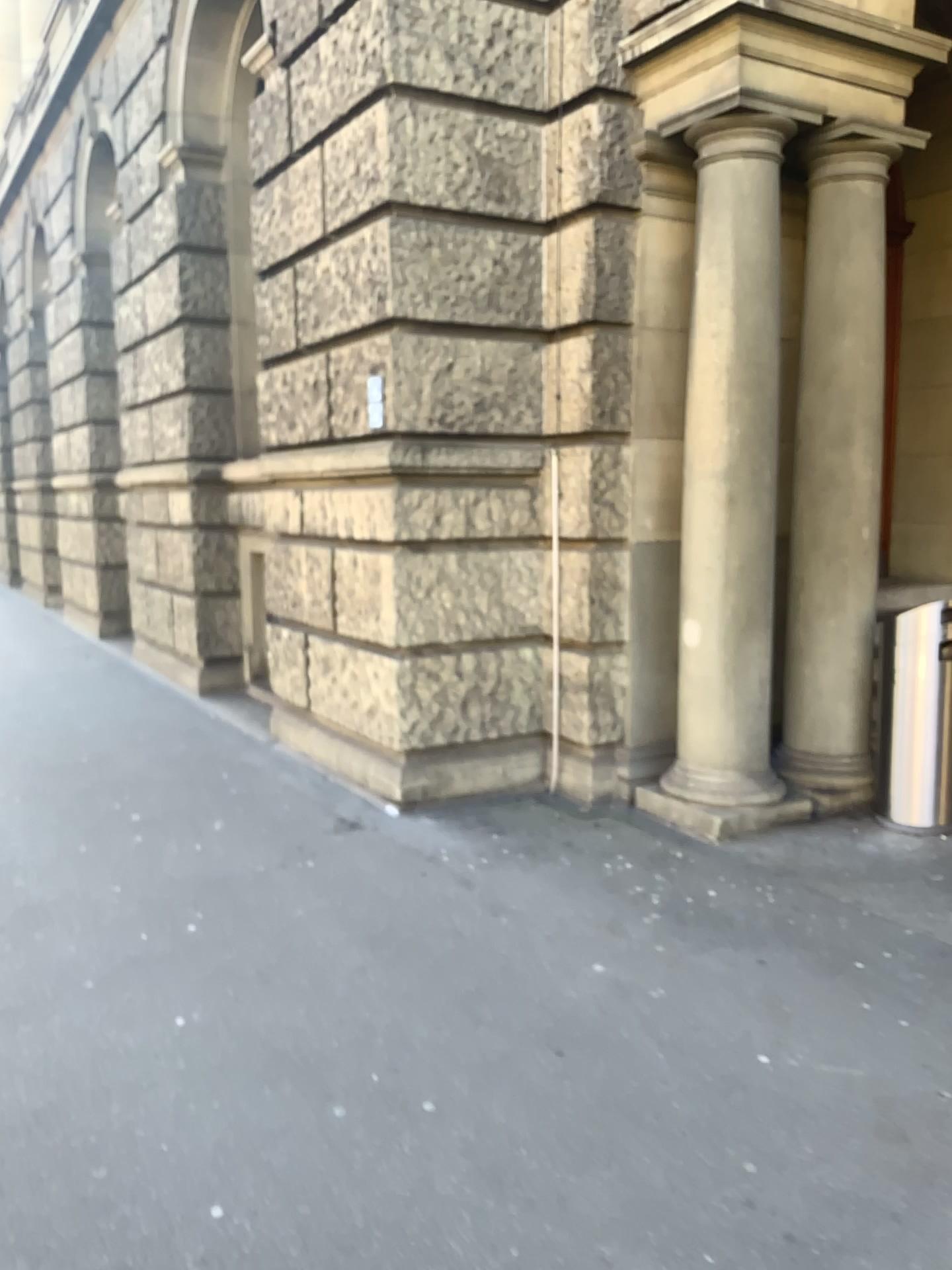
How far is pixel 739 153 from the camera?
4.6 meters

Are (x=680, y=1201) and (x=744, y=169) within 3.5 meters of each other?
no

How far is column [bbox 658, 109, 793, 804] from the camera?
4.6 meters
